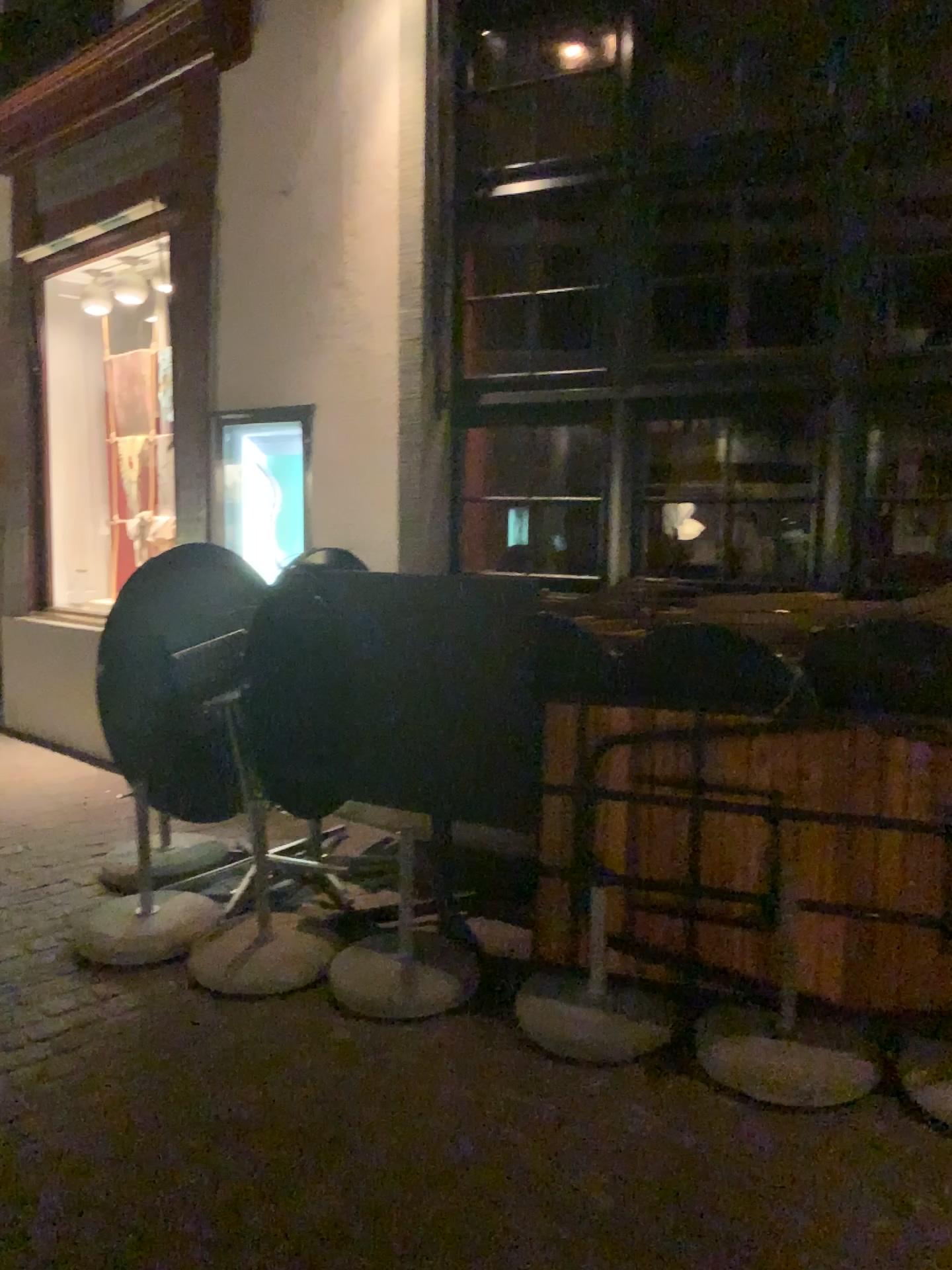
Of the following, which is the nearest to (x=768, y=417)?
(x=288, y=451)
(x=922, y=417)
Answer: (x=922, y=417)

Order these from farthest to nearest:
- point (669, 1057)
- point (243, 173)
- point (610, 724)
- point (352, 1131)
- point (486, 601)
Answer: point (243, 173), point (486, 601), point (610, 724), point (669, 1057), point (352, 1131)

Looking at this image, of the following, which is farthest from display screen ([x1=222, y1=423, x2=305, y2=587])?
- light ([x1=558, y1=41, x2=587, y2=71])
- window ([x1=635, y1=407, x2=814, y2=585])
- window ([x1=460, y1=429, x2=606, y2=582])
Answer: light ([x1=558, y1=41, x2=587, y2=71])

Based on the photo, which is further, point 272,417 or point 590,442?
point 272,417

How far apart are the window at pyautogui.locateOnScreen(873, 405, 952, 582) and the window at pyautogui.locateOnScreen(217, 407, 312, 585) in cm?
236

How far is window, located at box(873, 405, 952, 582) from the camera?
3.63m

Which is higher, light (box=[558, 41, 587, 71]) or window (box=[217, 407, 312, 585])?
light (box=[558, 41, 587, 71])

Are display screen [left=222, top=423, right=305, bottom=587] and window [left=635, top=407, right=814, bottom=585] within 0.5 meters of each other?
no

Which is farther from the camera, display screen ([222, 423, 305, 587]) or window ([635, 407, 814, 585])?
display screen ([222, 423, 305, 587])

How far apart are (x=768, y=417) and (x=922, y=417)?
0.5m
